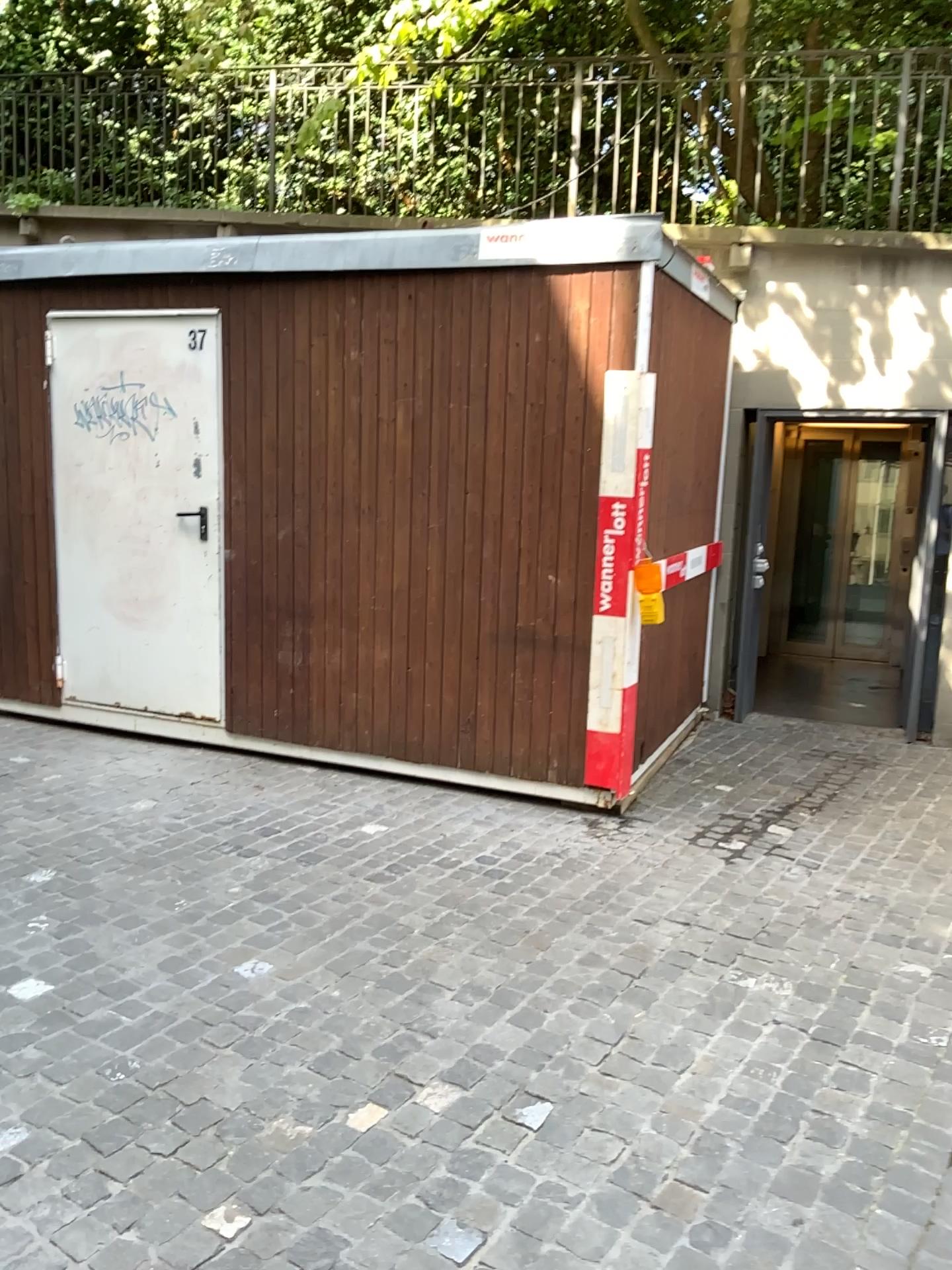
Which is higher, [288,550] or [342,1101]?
[288,550]
